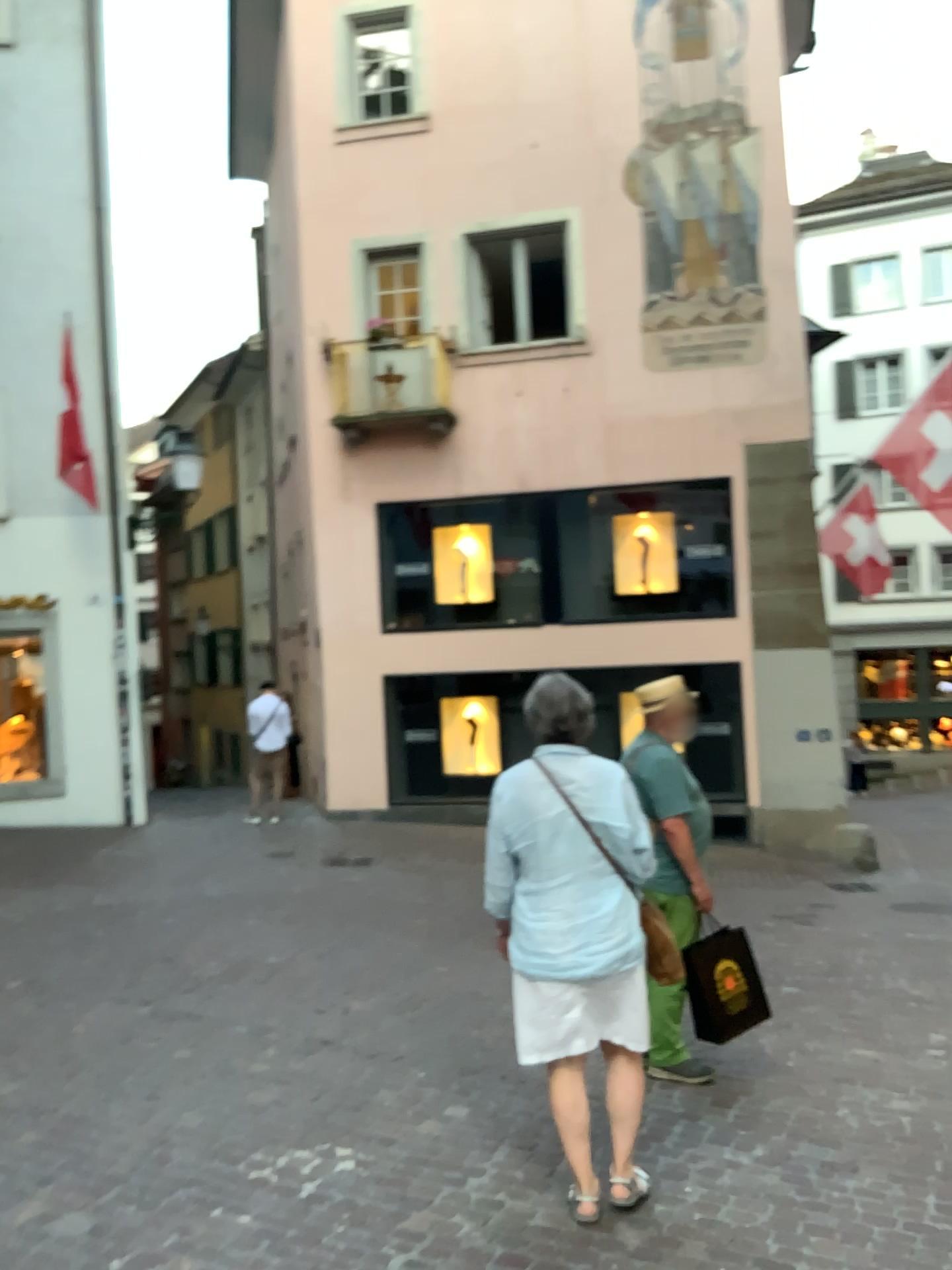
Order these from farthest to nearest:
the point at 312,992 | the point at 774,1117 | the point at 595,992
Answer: the point at 312,992 → the point at 774,1117 → the point at 595,992

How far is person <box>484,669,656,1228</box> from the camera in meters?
3.2

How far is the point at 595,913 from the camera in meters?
3.2
